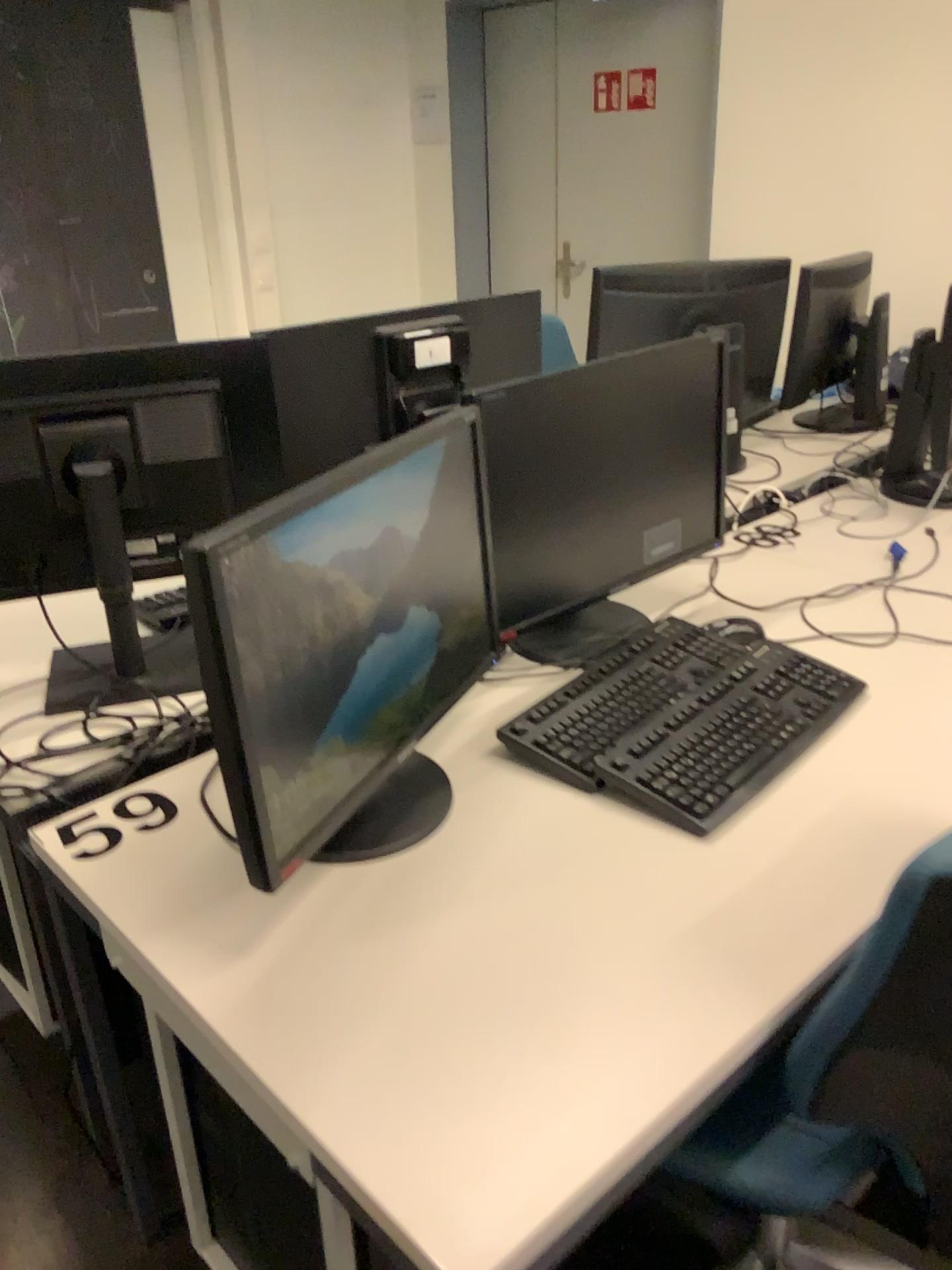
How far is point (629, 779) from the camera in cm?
129

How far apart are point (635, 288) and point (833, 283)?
0.5 meters

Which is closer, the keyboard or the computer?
the keyboard

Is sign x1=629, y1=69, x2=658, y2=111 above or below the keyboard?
above

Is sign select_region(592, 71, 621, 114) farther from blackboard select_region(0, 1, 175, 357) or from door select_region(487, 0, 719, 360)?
blackboard select_region(0, 1, 175, 357)

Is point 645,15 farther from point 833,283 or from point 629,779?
point 629,779

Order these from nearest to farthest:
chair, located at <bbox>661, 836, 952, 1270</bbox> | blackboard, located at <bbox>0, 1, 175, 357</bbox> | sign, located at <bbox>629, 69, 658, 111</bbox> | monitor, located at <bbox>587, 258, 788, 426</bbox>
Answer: chair, located at <bbox>661, 836, 952, 1270</bbox> → monitor, located at <bbox>587, 258, 788, 426</bbox> → blackboard, located at <bbox>0, 1, 175, 357</bbox> → sign, located at <bbox>629, 69, 658, 111</bbox>

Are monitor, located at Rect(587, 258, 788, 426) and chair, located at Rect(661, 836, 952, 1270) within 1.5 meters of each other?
no

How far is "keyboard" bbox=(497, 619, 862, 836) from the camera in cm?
129

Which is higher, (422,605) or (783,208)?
(783,208)
